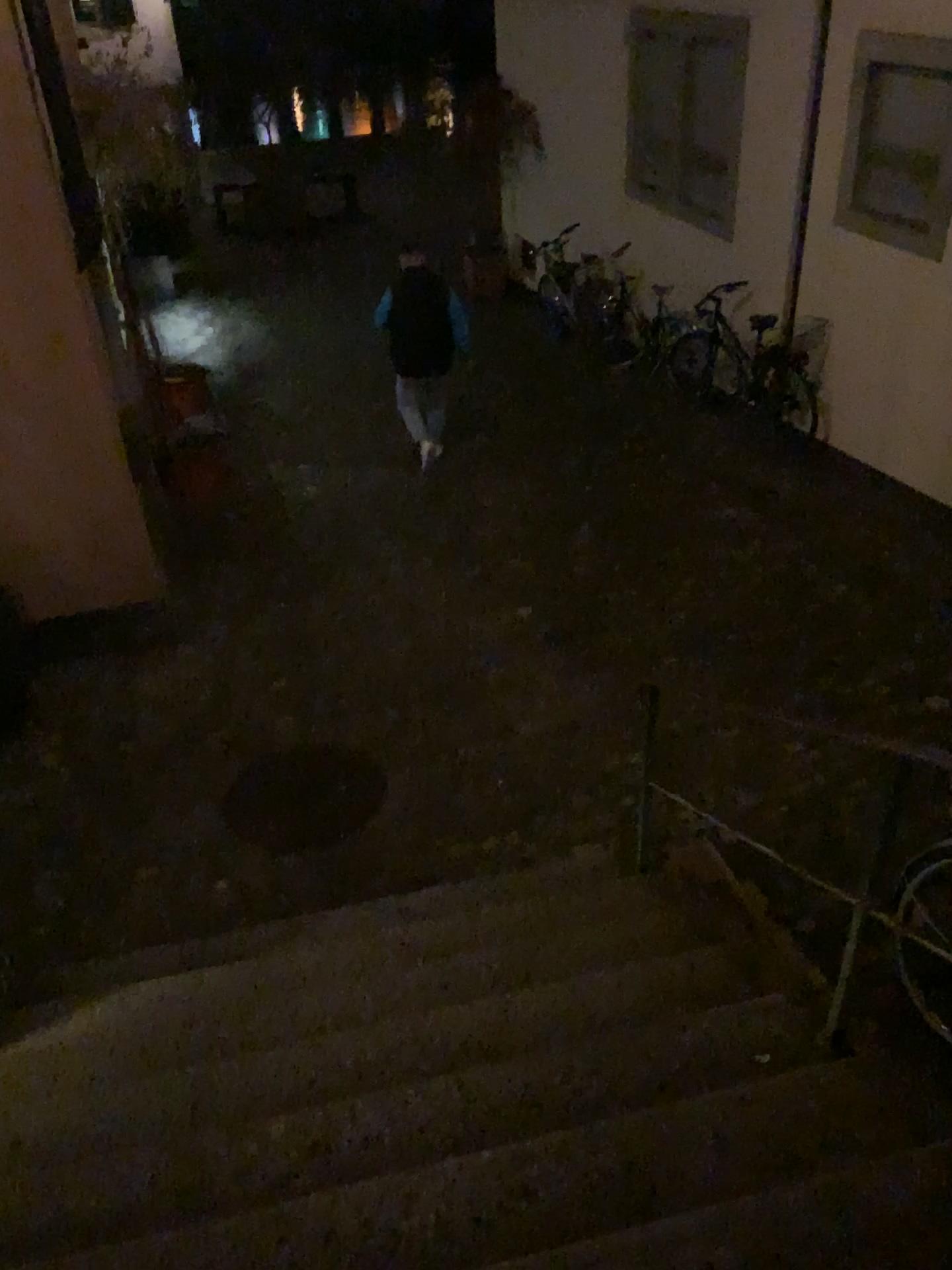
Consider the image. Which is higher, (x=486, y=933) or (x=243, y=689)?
(x=486, y=933)
